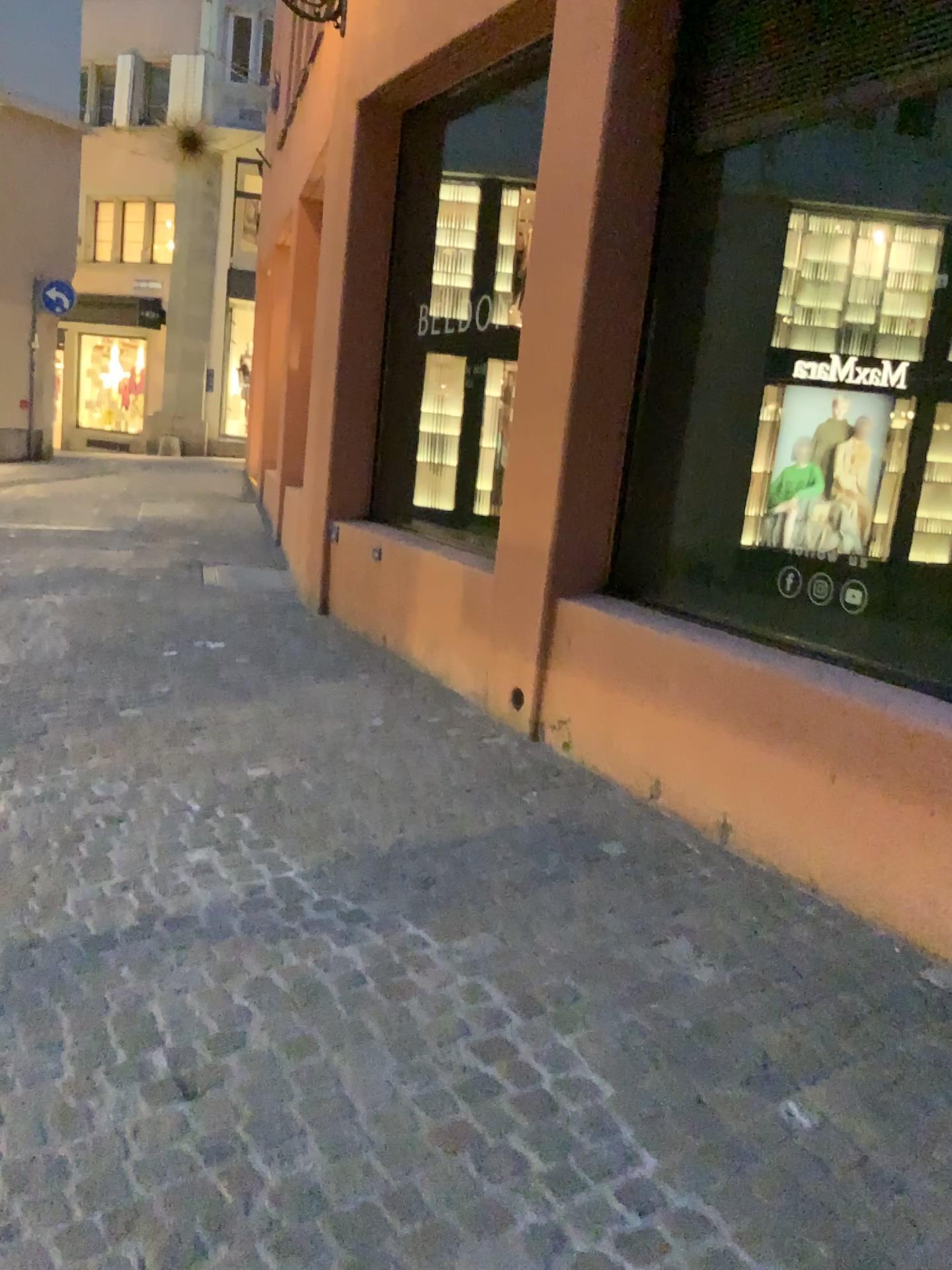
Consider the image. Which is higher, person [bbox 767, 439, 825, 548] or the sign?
the sign

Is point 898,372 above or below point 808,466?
above

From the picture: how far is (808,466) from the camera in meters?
3.7

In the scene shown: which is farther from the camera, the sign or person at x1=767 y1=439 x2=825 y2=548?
person at x1=767 y1=439 x2=825 y2=548

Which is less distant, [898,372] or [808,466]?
[898,372]

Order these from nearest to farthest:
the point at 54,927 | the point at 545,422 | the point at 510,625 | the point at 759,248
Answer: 1. the point at 54,927
2. the point at 759,248
3. the point at 545,422
4. the point at 510,625

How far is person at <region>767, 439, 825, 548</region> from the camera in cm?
367
